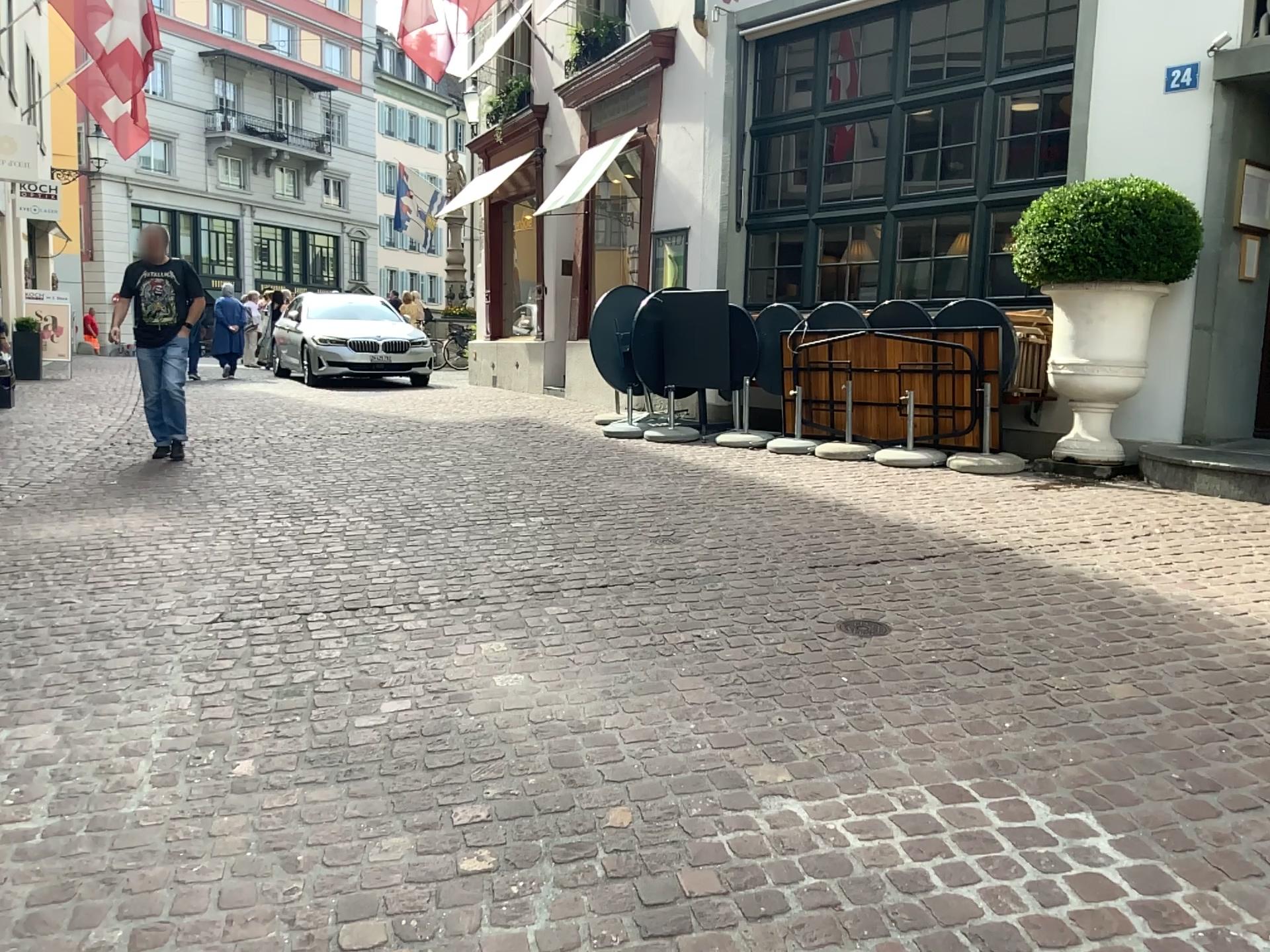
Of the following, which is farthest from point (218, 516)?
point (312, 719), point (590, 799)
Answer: point (590, 799)
